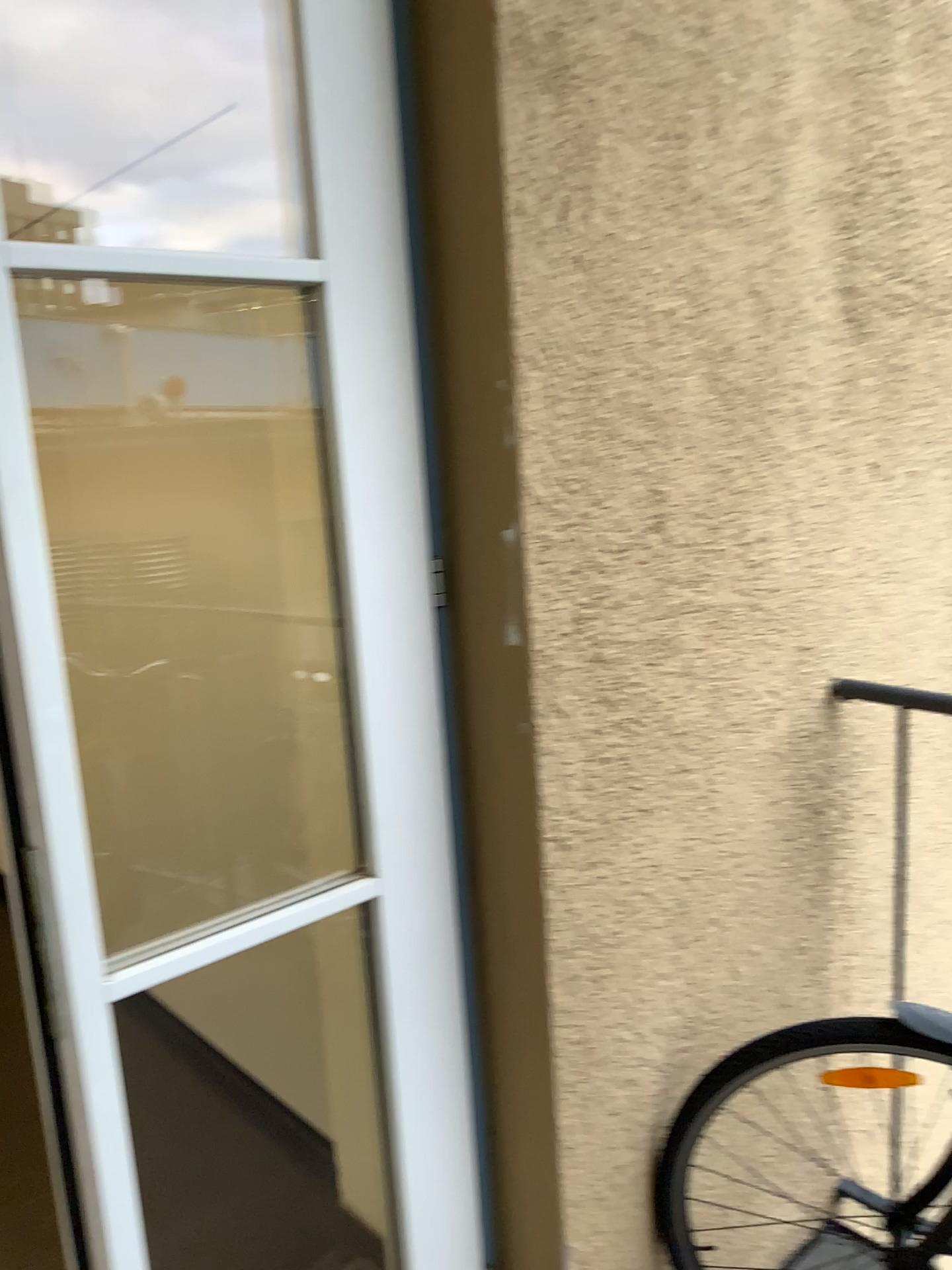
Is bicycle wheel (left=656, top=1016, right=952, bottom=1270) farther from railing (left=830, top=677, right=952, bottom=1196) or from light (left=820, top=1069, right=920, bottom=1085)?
railing (left=830, top=677, right=952, bottom=1196)

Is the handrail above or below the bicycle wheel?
above

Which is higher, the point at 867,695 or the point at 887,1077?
the point at 867,695

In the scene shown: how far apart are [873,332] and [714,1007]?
1.2m

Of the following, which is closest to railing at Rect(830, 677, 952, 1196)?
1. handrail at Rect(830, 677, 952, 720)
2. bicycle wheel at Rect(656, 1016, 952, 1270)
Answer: handrail at Rect(830, 677, 952, 720)

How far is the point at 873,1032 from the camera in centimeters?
162cm

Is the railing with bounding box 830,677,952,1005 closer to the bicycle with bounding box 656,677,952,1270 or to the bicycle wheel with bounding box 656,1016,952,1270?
the bicycle with bounding box 656,677,952,1270

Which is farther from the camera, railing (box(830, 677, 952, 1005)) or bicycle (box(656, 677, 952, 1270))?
railing (box(830, 677, 952, 1005))

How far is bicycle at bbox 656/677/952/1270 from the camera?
1.62m

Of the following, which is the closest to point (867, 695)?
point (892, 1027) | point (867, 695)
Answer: point (867, 695)
